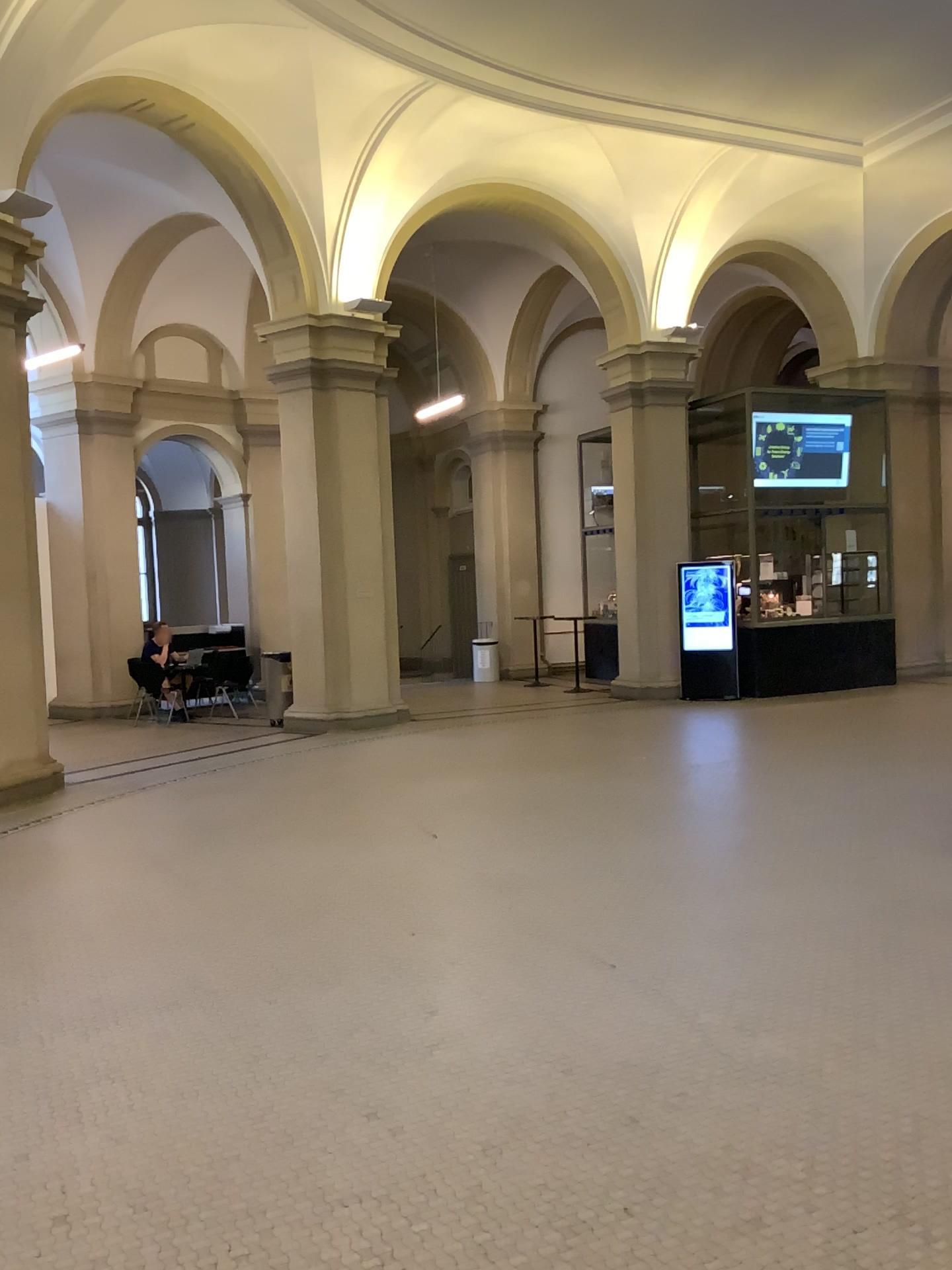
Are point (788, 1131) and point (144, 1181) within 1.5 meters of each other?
no
